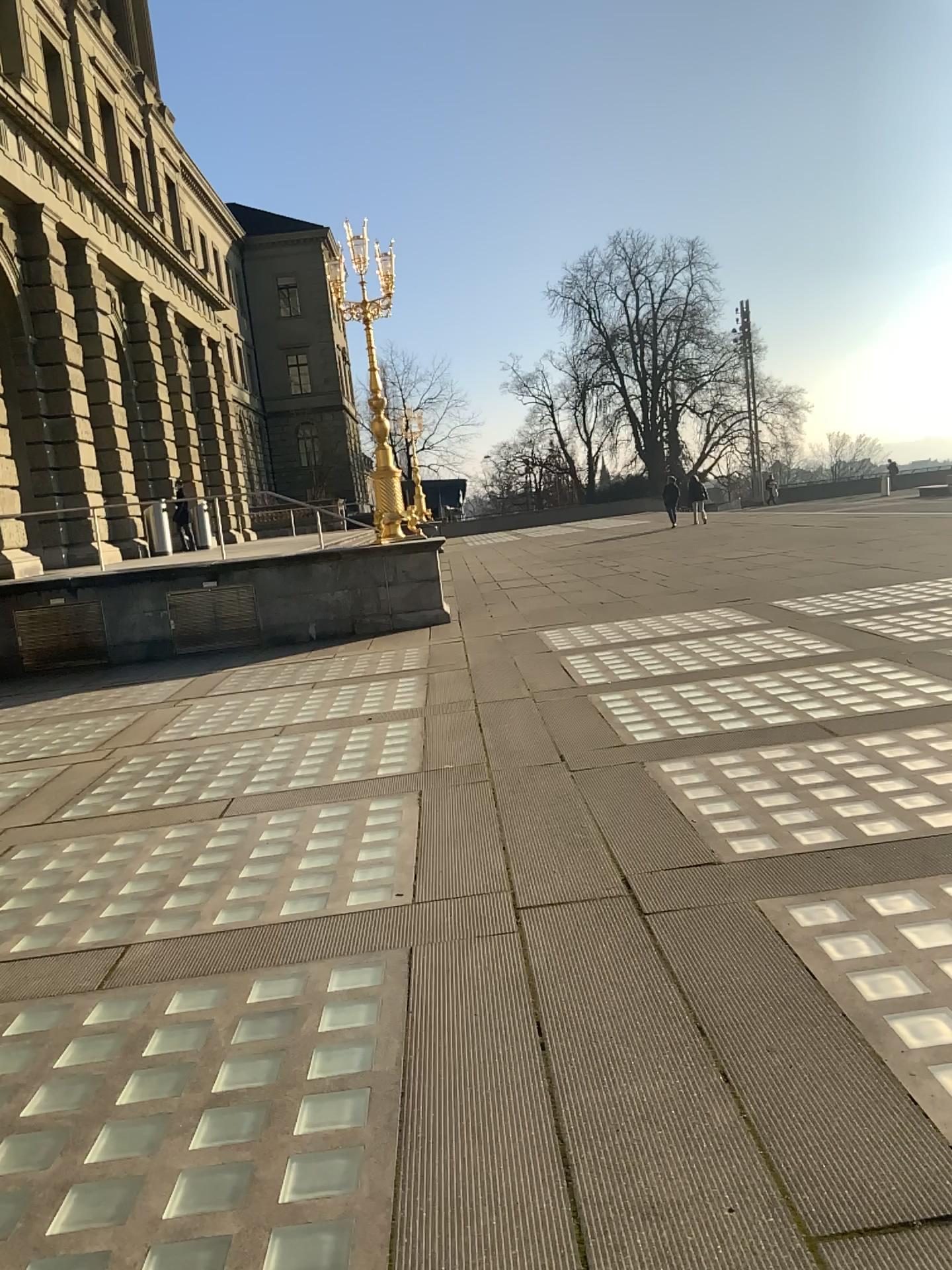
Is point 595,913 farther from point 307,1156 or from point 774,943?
point 307,1156
